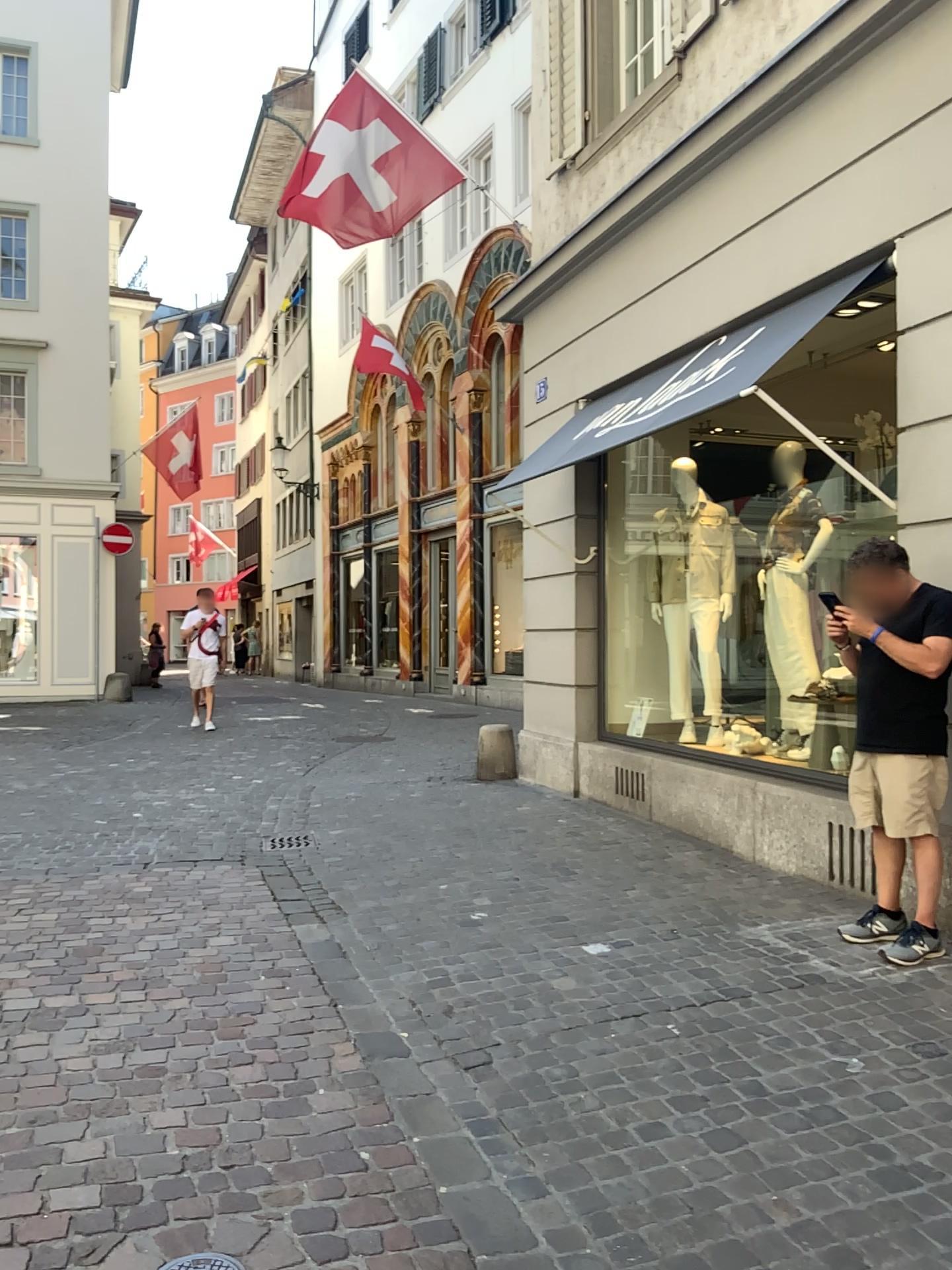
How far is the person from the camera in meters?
3.8

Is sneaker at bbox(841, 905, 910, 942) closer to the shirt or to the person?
the person

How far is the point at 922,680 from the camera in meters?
3.8

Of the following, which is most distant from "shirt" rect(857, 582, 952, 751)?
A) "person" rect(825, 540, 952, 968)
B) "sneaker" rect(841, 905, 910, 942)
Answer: "sneaker" rect(841, 905, 910, 942)

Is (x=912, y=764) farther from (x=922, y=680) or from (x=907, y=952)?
(x=907, y=952)

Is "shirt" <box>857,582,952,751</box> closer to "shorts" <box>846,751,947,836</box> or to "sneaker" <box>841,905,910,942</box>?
"shorts" <box>846,751,947,836</box>

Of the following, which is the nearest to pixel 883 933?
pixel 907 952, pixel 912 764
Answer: pixel 907 952

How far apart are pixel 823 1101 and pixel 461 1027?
1.1m

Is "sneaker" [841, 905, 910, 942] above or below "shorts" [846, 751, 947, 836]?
below

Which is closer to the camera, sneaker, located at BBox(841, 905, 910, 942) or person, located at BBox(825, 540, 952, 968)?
person, located at BBox(825, 540, 952, 968)
